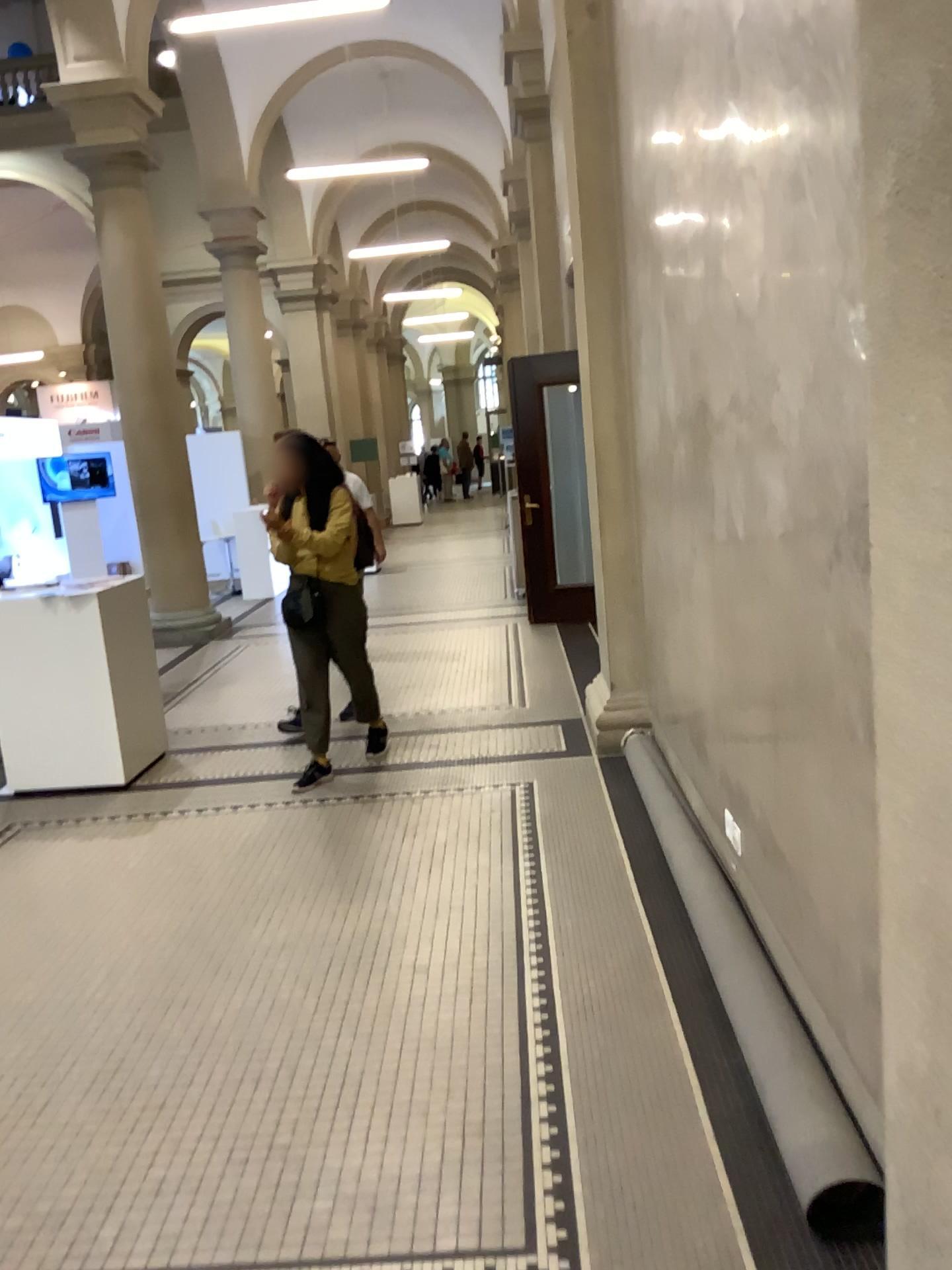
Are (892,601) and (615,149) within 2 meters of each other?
no
